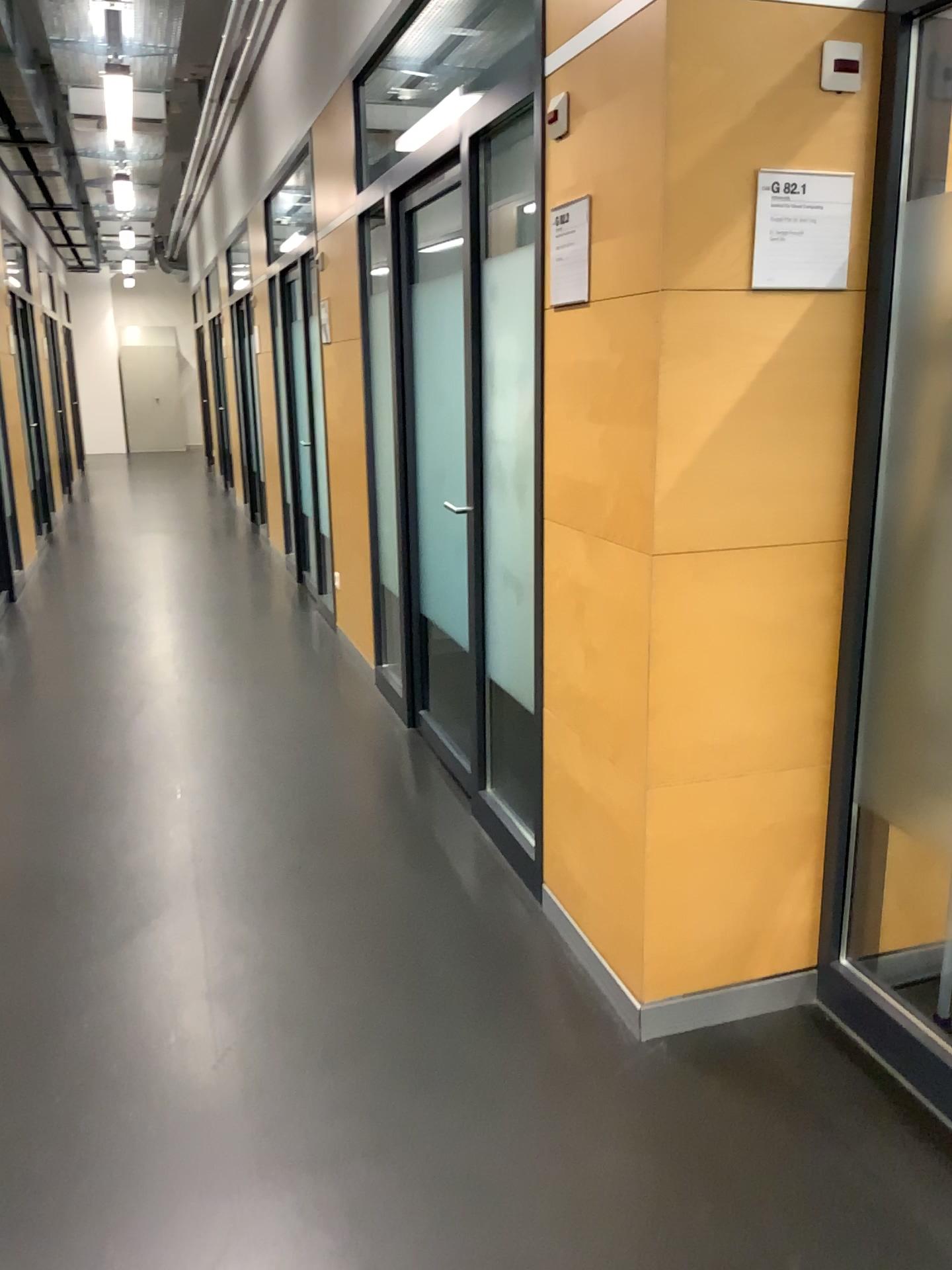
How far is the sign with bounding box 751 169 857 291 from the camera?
1.98m

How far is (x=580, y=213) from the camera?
2.2m

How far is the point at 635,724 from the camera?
2.17m

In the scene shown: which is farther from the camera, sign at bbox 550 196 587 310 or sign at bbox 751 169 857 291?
sign at bbox 550 196 587 310

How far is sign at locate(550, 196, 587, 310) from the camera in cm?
223

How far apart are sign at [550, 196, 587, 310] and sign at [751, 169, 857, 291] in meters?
0.4

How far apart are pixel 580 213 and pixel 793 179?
0.46m

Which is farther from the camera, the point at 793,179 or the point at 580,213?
the point at 580,213
